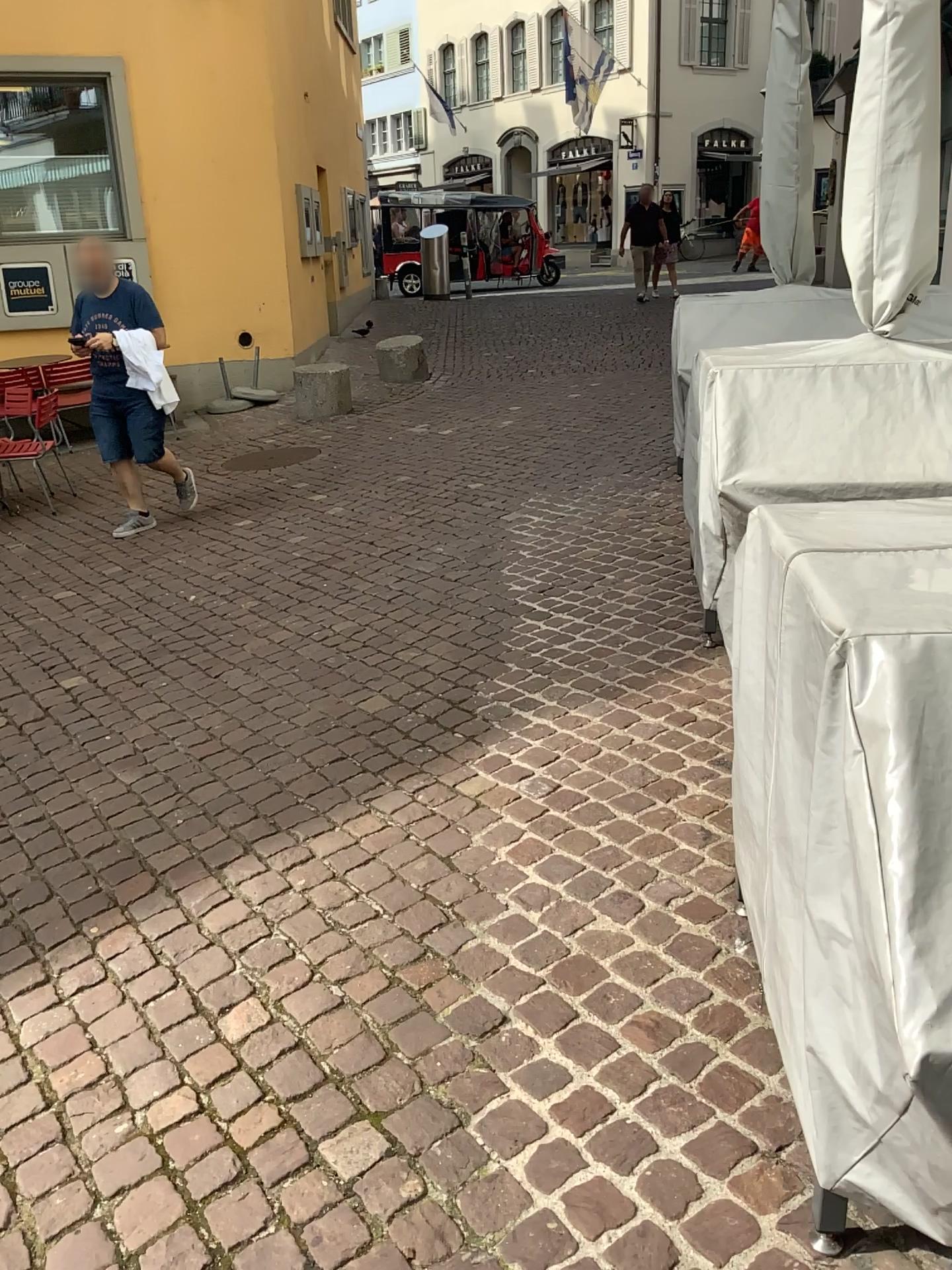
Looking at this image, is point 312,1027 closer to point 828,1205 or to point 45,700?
point 828,1205
